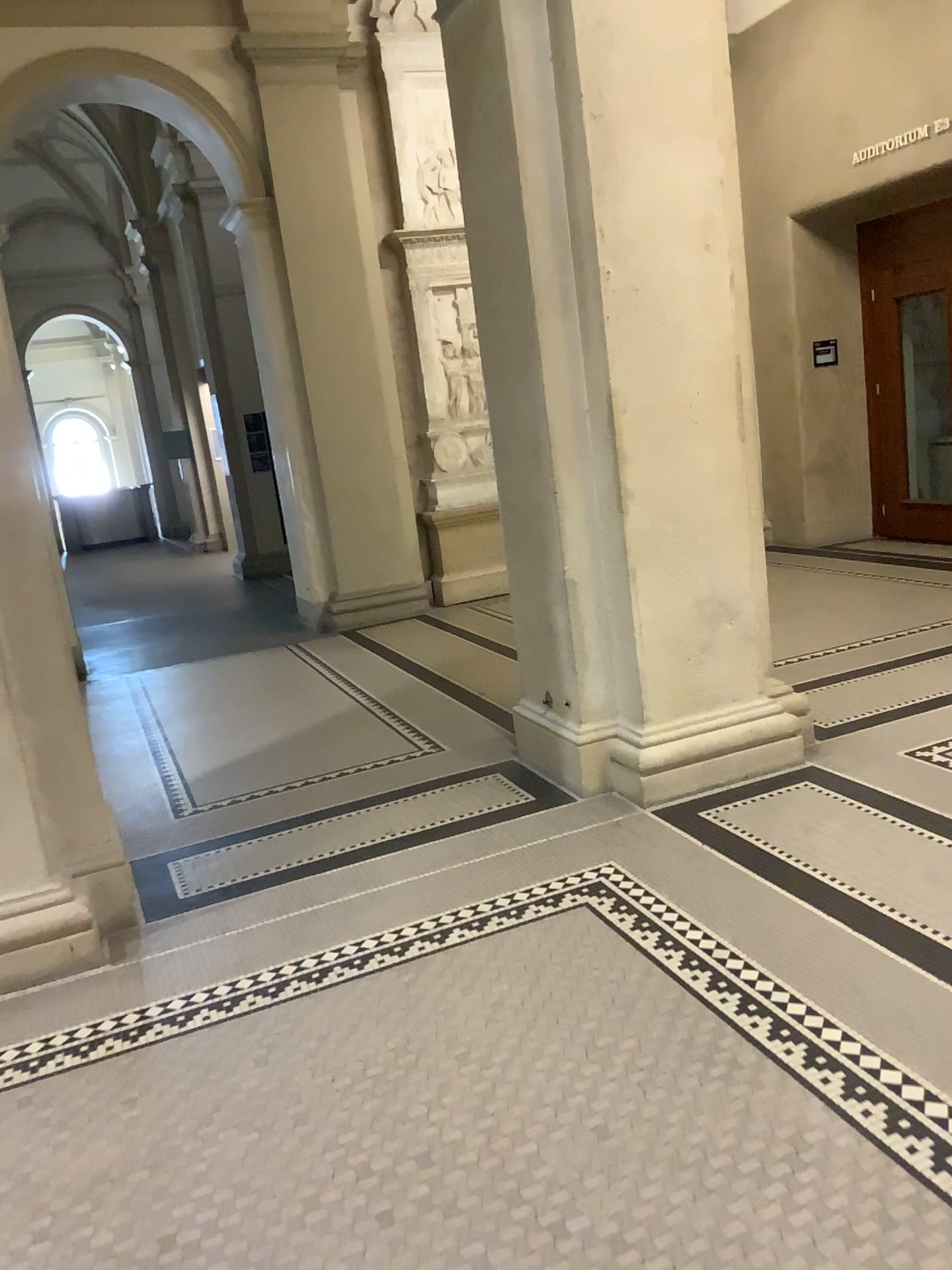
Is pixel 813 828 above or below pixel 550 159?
below

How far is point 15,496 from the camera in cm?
315

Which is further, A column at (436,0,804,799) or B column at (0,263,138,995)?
A column at (436,0,804,799)

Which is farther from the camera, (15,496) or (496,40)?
(496,40)

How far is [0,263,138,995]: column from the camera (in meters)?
3.15

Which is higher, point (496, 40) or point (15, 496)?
point (496, 40)
